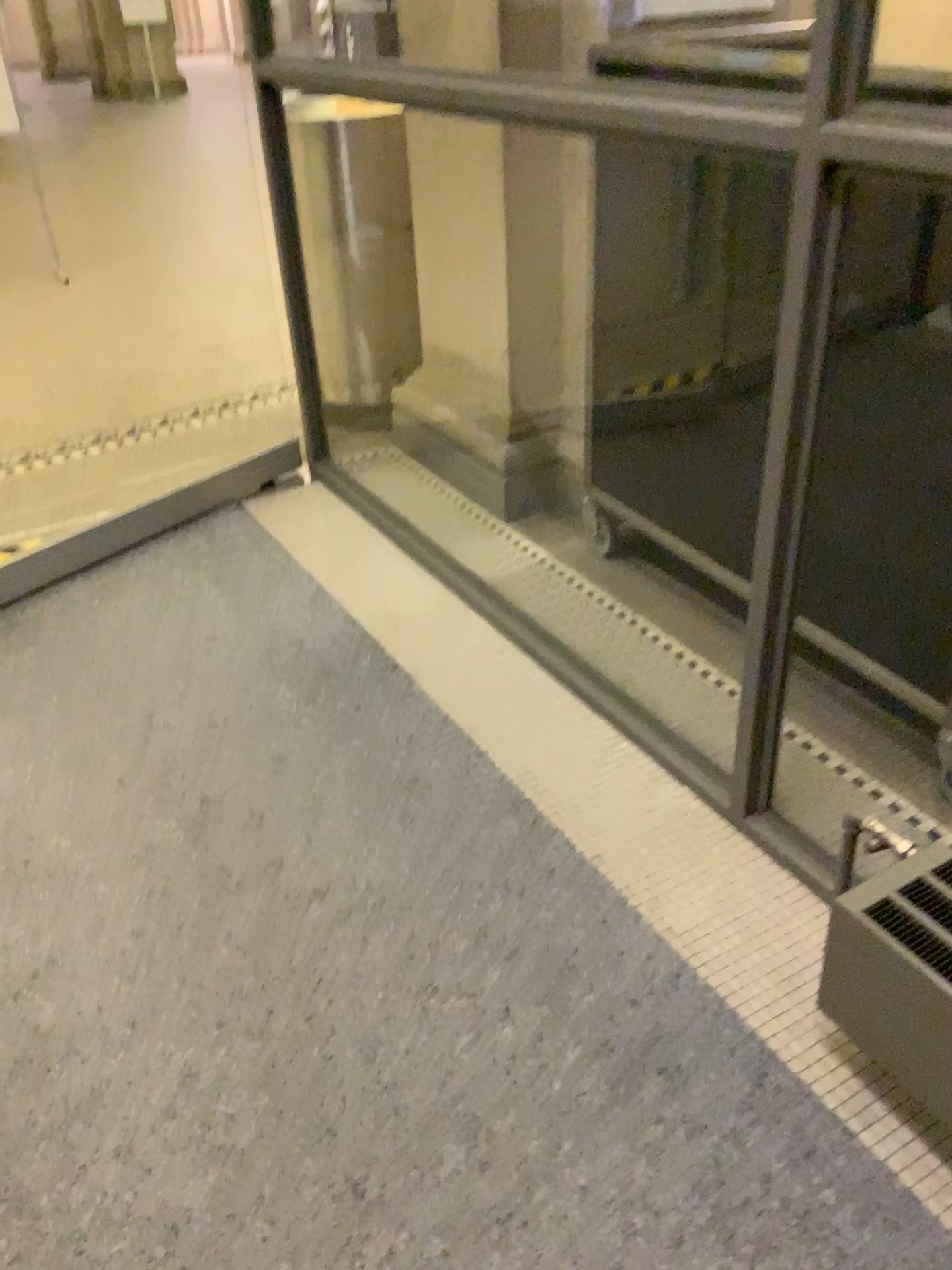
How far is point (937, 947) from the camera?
1.25m

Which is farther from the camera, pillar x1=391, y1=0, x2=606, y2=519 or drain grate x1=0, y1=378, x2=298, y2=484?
drain grate x1=0, y1=378, x2=298, y2=484

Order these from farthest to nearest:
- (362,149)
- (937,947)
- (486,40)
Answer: (362,149) < (486,40) < (937,947)

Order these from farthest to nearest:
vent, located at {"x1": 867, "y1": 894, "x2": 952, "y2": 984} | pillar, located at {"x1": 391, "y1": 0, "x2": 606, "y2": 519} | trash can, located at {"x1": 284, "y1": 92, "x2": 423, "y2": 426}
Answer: trash can, located at {"x1": 284, "y1": 92, "x2": 423, "y2": 426}, pillar, located at {"x1": 391, "y1": 0, "x2": 606, "y2": 519}, vent, located at {"x1": 867, "y1": 894, "x2": 952, "y2": 984}

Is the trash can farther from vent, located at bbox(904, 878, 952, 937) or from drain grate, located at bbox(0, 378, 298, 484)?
vent, located at bbox(904, 878, 952, 937)

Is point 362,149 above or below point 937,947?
above

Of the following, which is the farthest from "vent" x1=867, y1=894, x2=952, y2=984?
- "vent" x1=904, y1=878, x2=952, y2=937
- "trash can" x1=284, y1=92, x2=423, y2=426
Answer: "trash can" x1=284, y1=92, x2=423, y2=426

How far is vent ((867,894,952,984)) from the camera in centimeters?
125cm

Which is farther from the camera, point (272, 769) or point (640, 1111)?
point (272, 769)

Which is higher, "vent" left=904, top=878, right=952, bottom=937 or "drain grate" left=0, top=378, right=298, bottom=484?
"vent" left=904, top=878, right=952, bottom=937
